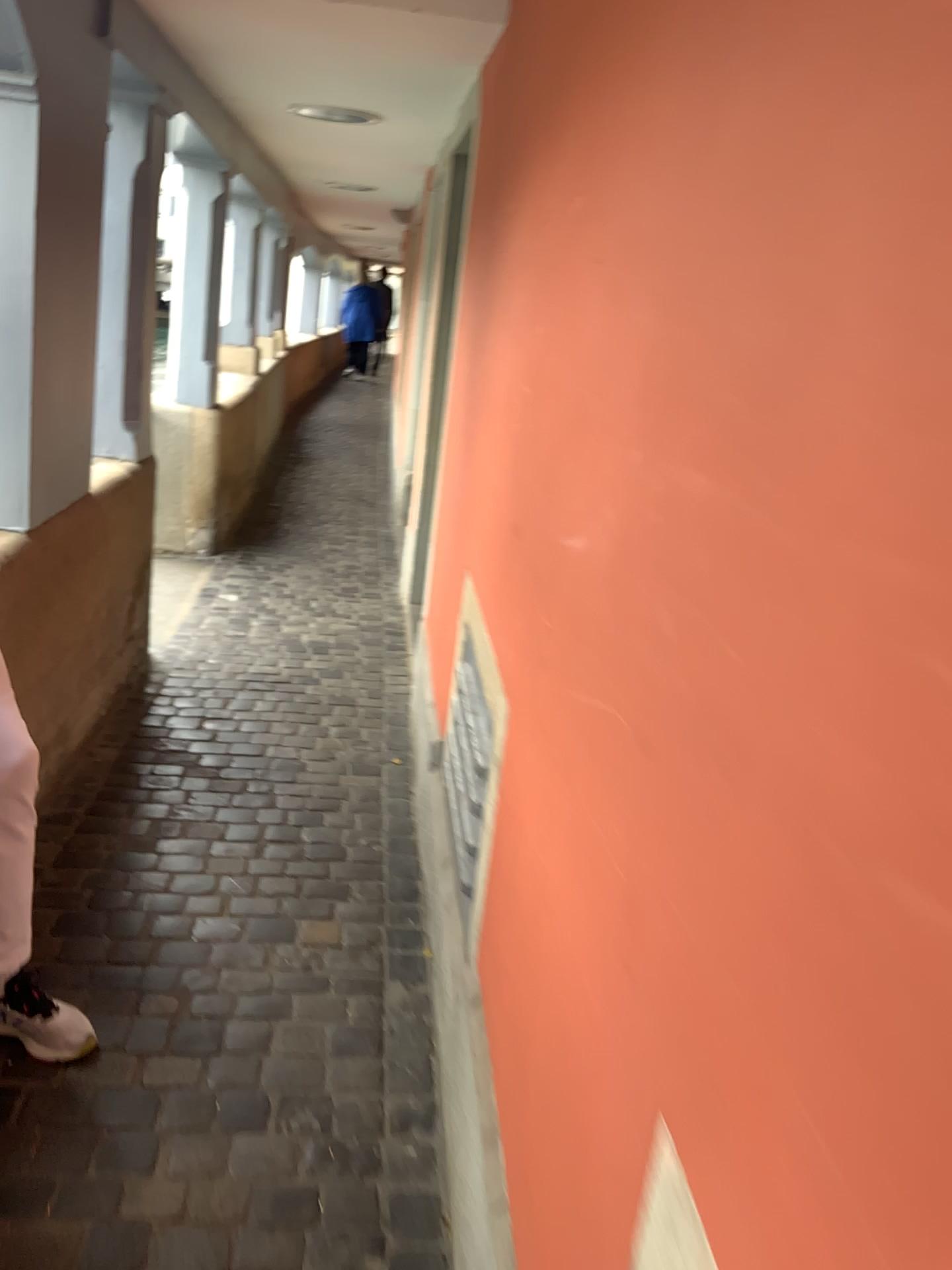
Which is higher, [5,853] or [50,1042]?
[5,853]

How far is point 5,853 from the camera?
1.8m

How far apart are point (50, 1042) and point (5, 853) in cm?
34

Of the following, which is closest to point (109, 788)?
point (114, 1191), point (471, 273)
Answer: point (114, 1191)

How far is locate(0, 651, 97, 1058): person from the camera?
1.8 meters

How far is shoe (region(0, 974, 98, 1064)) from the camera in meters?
1.8 m
